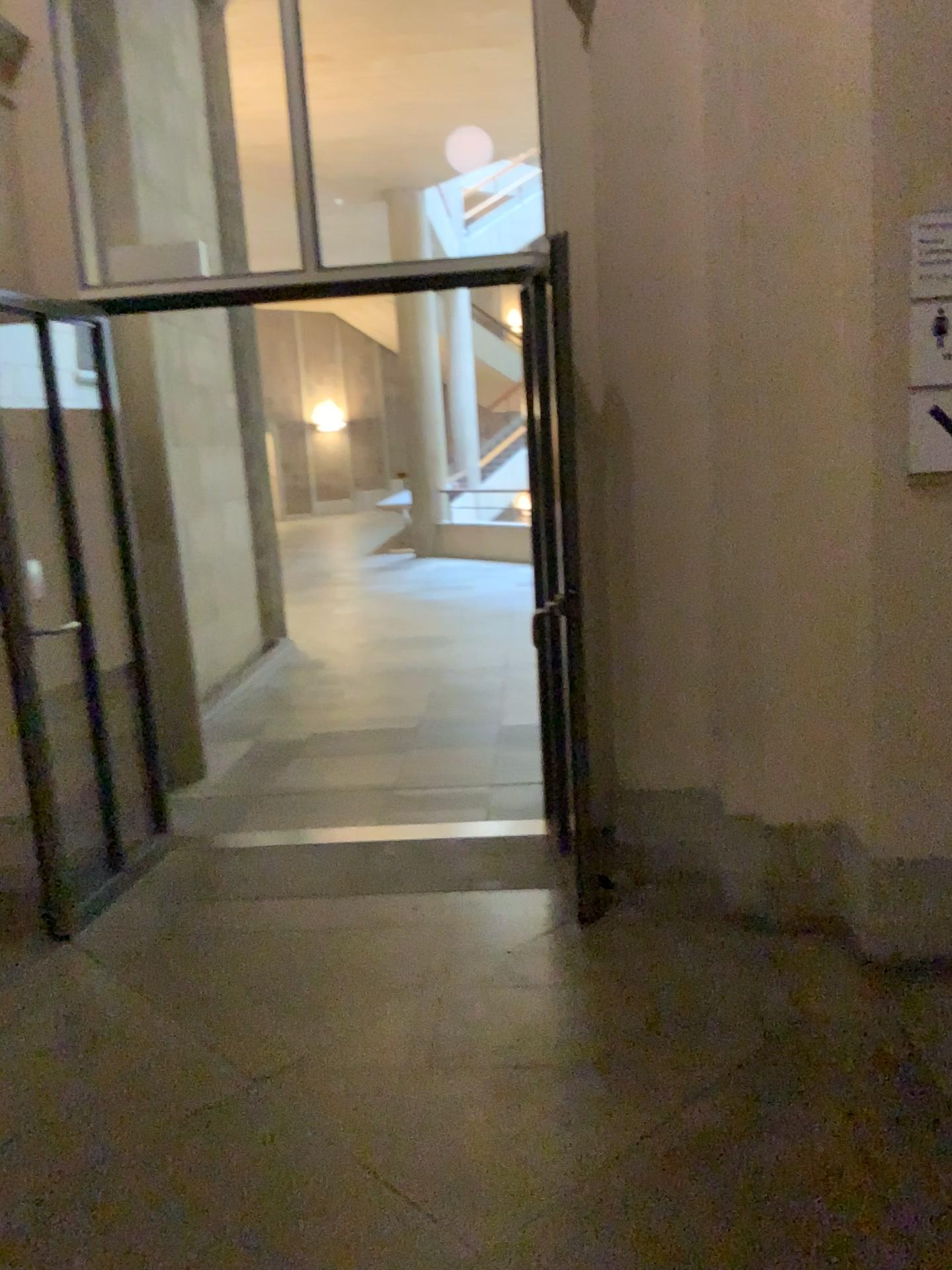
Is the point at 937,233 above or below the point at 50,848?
above

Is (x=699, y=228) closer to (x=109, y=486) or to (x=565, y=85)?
(x=565, y=85)

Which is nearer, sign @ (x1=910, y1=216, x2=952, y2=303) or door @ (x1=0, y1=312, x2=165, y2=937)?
sign @ (x1=910, y1=216, x2=952, y2=303)

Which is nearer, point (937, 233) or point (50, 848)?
point (937, 233)
